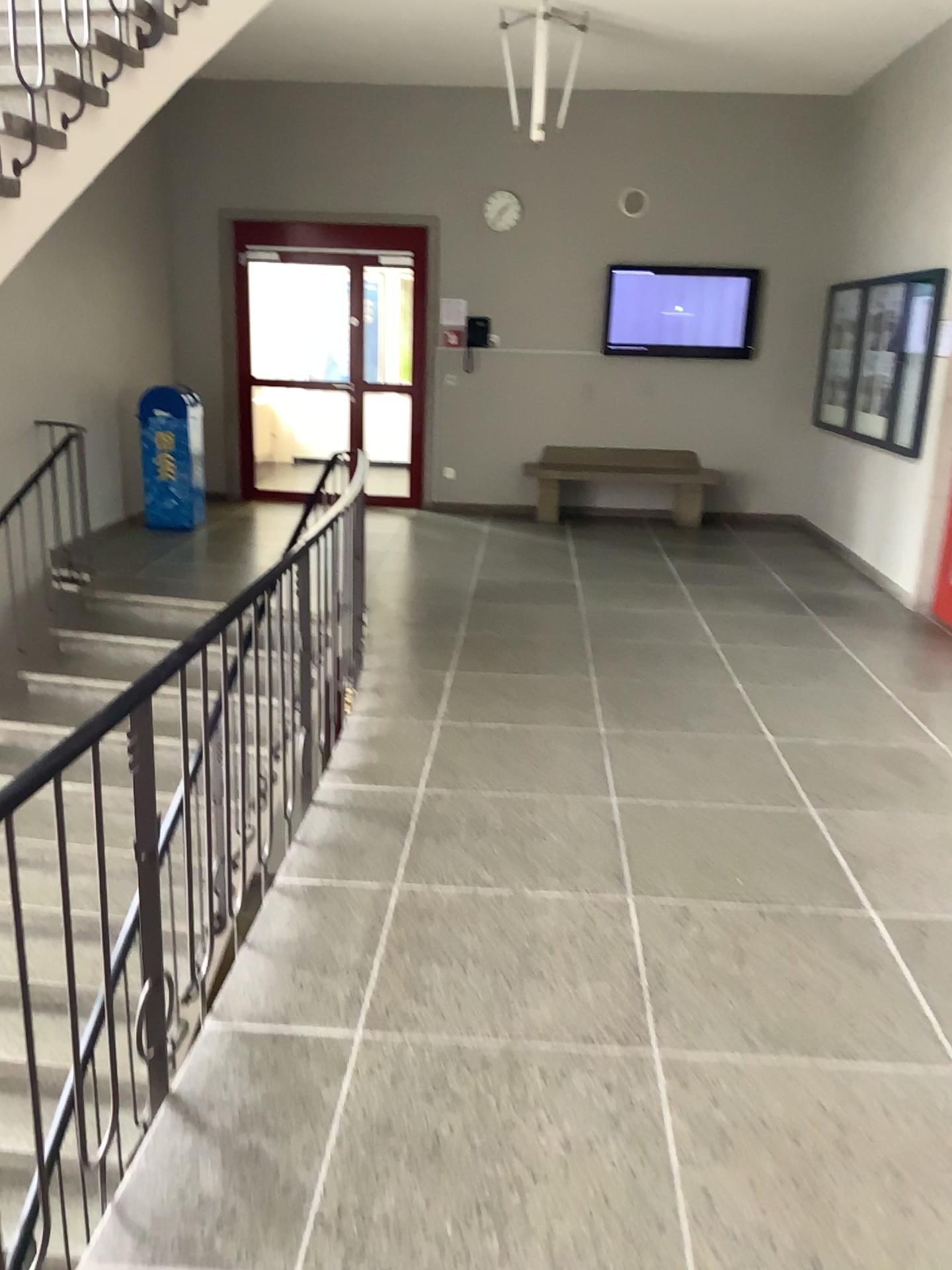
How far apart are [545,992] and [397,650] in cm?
282
